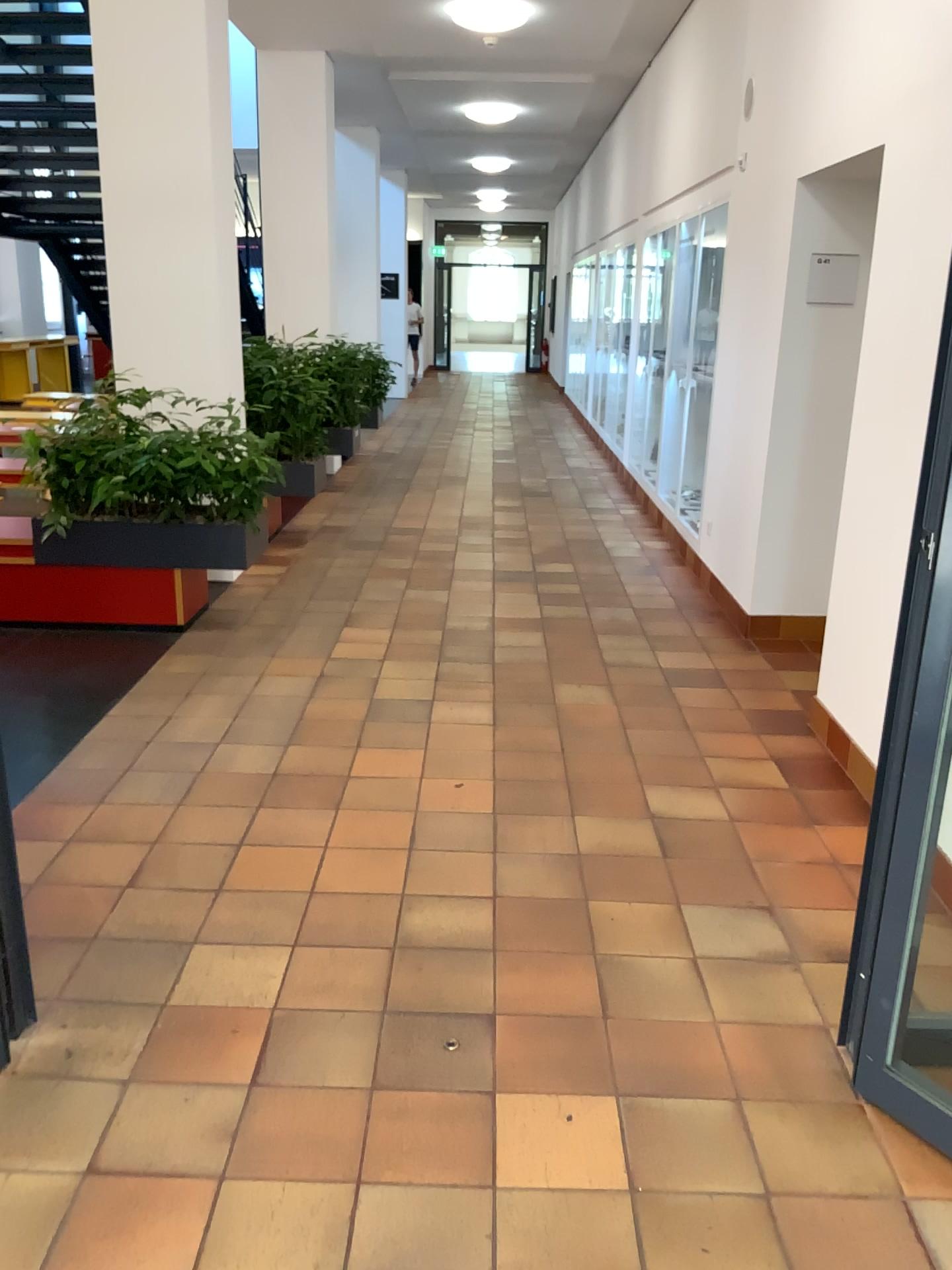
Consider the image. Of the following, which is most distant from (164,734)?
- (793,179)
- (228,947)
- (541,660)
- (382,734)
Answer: (793,179)
